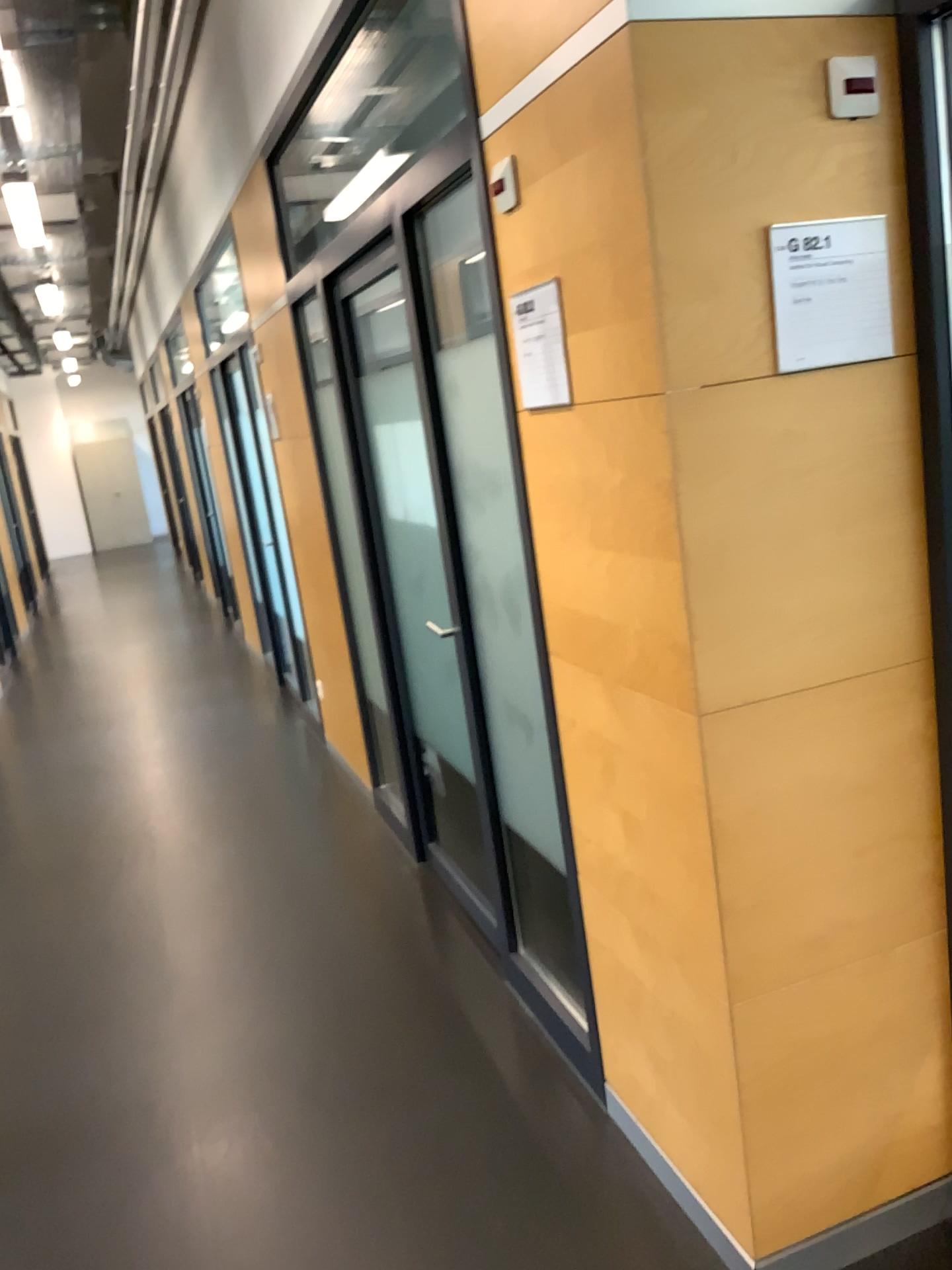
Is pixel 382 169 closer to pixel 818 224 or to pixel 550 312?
pixel 550 312

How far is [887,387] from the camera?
1.7 meters

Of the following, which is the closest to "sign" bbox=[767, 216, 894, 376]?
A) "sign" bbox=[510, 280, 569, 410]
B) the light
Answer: "sign" bbox=[510, 280, 569, 410]

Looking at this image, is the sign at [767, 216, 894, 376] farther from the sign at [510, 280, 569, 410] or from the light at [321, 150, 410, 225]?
the light at [321, 150, 410, 225]

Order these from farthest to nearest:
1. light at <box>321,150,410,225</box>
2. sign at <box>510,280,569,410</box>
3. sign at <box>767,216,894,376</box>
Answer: light at <box>321,150,410,225</box> → sign at <box>510,280,569,410</box> → sign at <box>767,216,894,376</box>

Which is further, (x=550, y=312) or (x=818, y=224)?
(x=550, y=312)

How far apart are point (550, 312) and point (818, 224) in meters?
0.5

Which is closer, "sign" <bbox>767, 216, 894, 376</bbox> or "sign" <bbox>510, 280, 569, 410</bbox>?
"sign" <bbox>767, 216, 894, 376</bbox>

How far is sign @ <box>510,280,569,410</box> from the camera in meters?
1.9 m

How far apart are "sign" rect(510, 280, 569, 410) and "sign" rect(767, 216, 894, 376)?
0.39m
